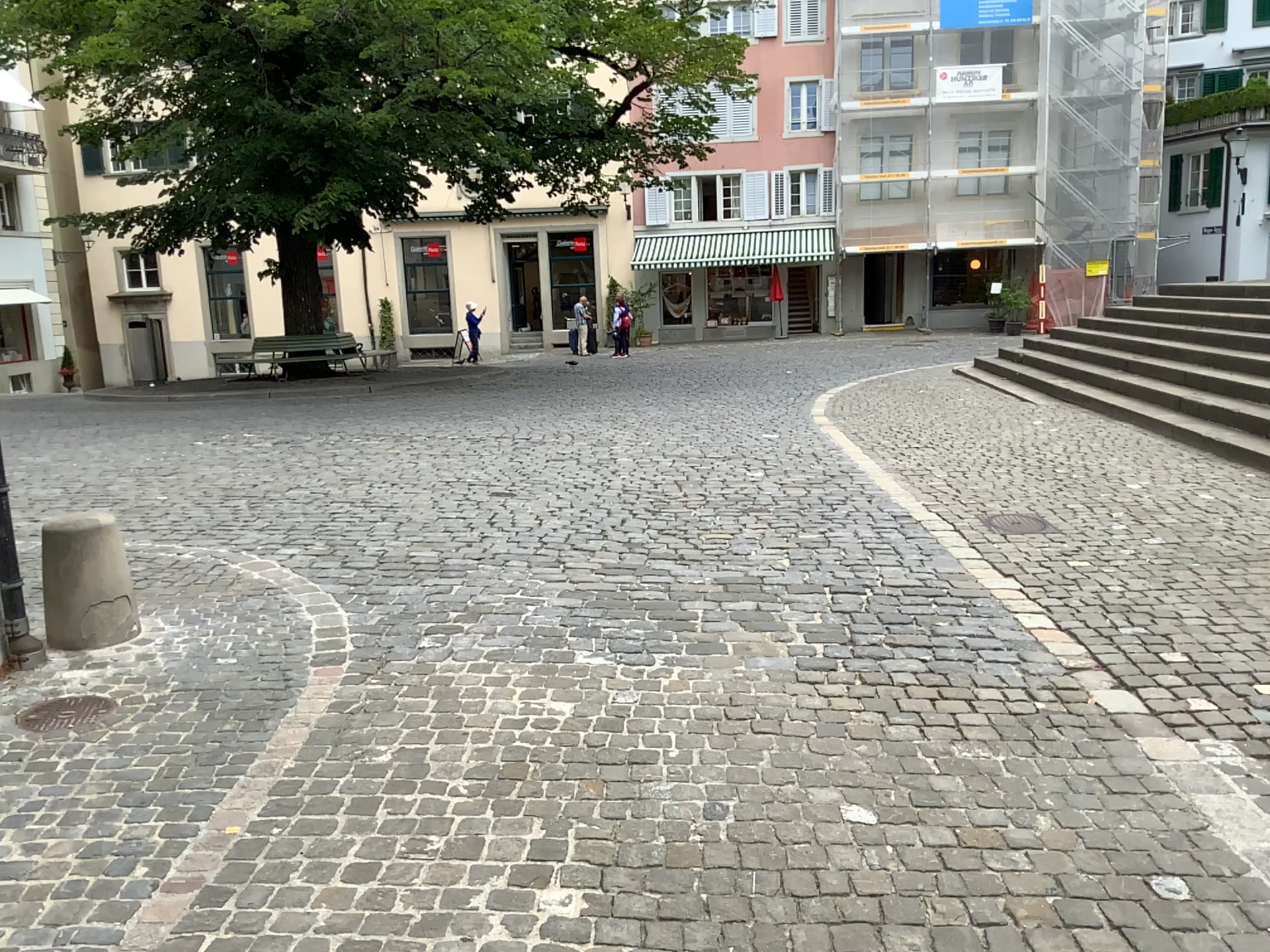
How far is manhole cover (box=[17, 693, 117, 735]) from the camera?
3.3m

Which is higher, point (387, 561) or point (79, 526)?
point (79, 526)

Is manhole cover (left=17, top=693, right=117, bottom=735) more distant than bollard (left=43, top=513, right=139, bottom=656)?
No

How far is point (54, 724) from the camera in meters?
3.3 m

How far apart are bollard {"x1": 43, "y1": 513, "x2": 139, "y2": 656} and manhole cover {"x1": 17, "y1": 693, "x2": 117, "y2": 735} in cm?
46

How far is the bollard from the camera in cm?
386

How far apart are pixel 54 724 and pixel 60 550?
0.8m

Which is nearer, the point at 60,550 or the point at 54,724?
the point at 54,724
